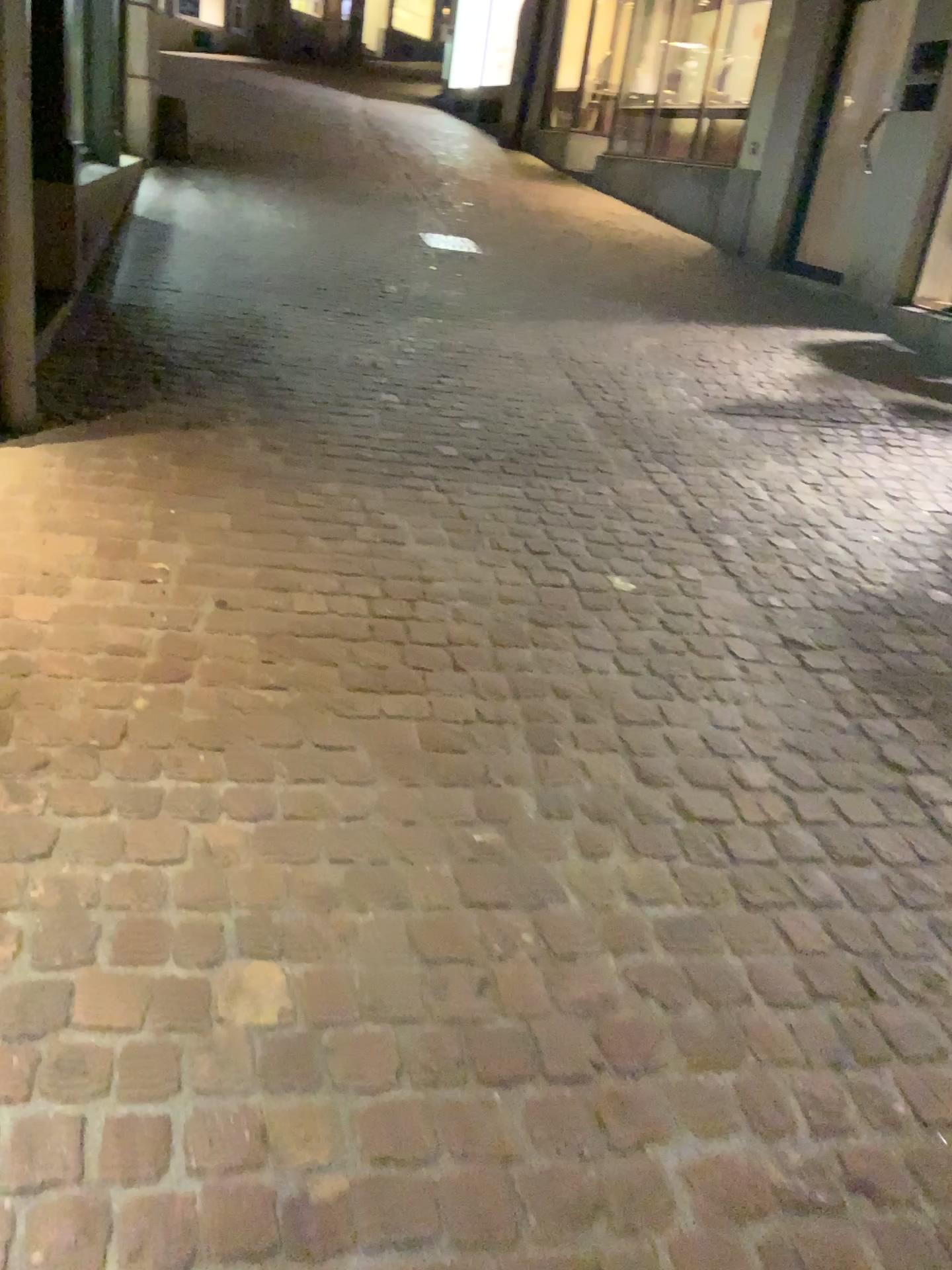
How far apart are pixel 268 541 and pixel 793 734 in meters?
1.5 m
